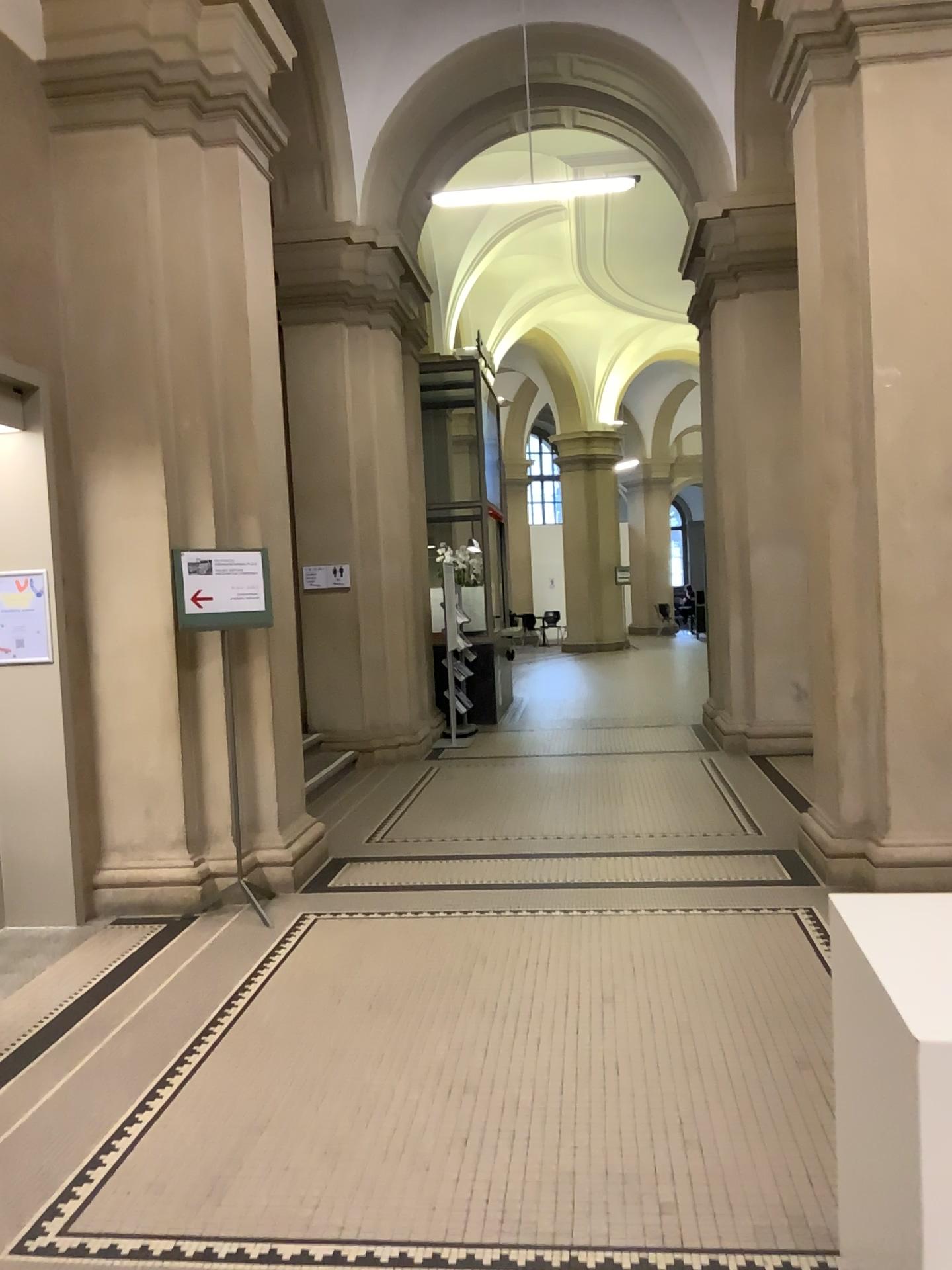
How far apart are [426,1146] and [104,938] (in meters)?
→ 2.53
